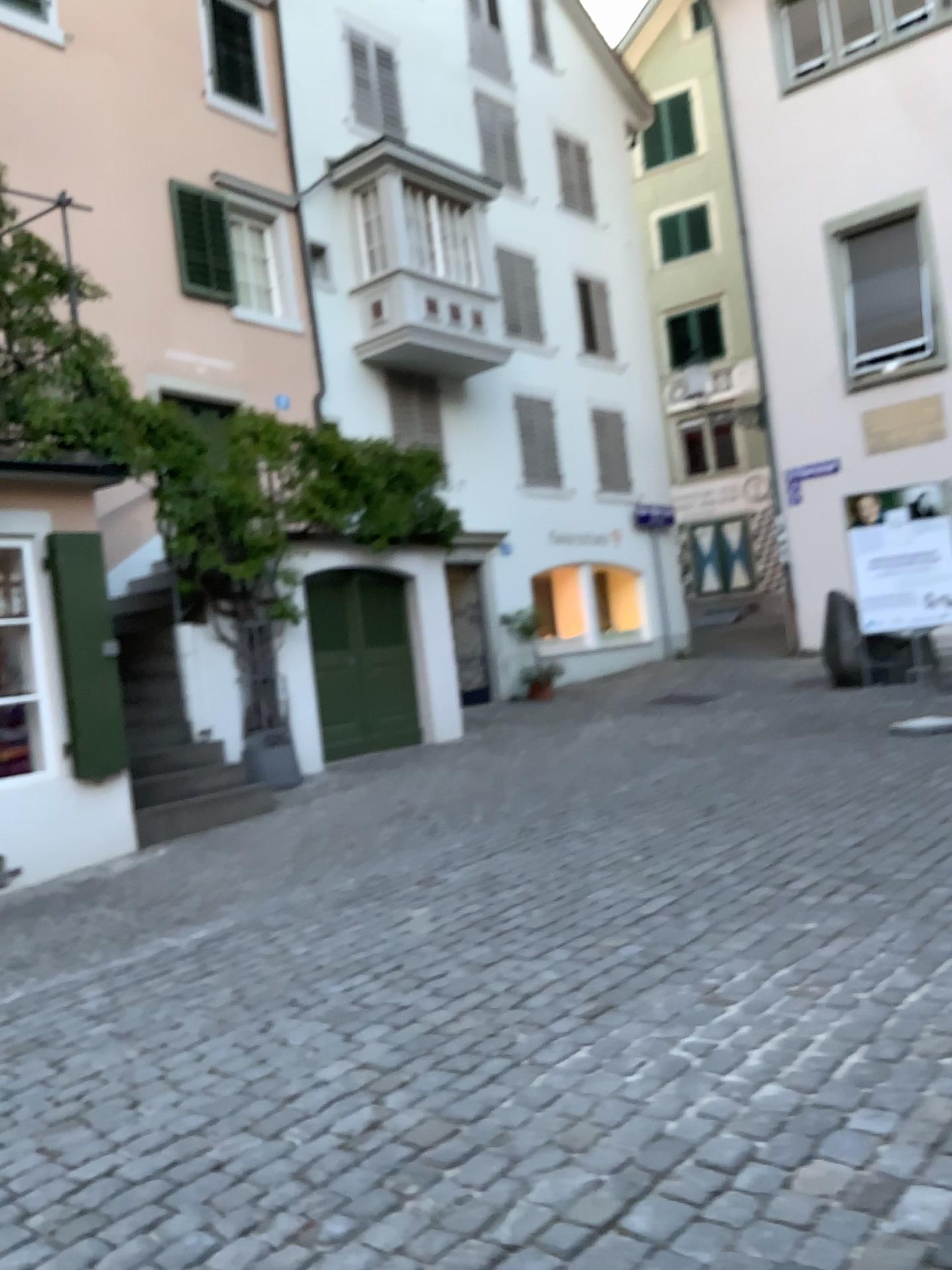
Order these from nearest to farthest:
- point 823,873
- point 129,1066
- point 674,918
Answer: point 129,1066
point 674,918
point 823,873
